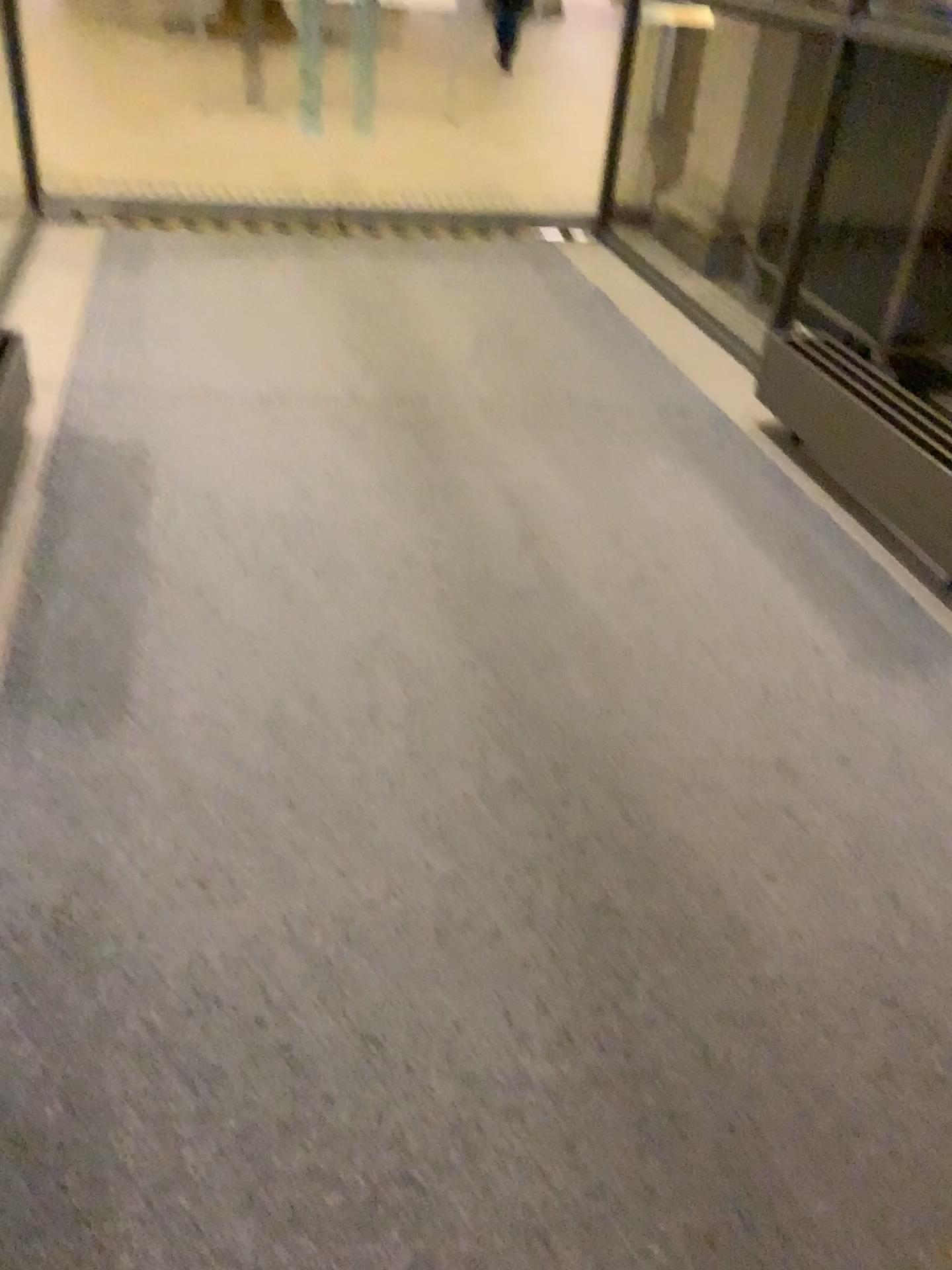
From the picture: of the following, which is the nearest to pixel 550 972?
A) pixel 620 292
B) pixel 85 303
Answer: pixel 85 303
